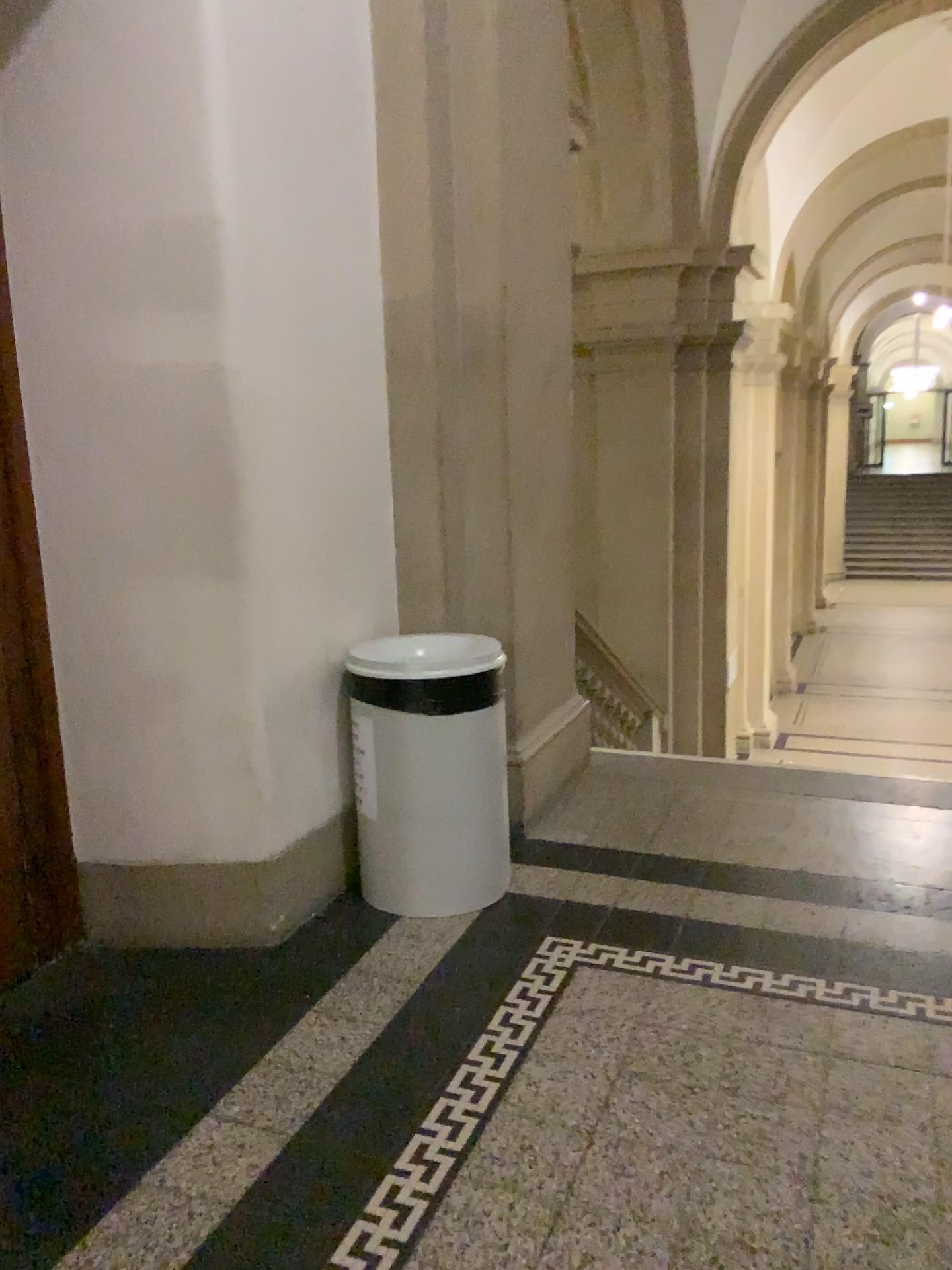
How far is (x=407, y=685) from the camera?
2.85m

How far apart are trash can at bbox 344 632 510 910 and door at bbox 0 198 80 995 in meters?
0.8

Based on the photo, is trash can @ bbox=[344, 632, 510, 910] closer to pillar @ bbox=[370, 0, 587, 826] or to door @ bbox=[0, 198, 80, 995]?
pillar @ bbox=[370, 0, 587, 826]

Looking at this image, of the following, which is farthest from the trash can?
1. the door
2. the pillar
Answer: the door

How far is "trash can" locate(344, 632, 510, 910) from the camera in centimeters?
285cm

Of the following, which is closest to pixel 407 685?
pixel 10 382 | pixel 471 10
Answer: pixel 10 382

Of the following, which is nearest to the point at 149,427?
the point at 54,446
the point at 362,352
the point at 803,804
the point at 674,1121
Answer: the point at 54,446

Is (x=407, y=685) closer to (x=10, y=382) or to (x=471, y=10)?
(x=10, y=382)

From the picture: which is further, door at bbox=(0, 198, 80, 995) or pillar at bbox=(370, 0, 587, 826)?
pillar at bbox=(370, 0, 587, 826)

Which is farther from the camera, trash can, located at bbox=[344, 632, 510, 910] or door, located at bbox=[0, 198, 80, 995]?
trash can, located at bbox=[344, 632, 510, 910]
